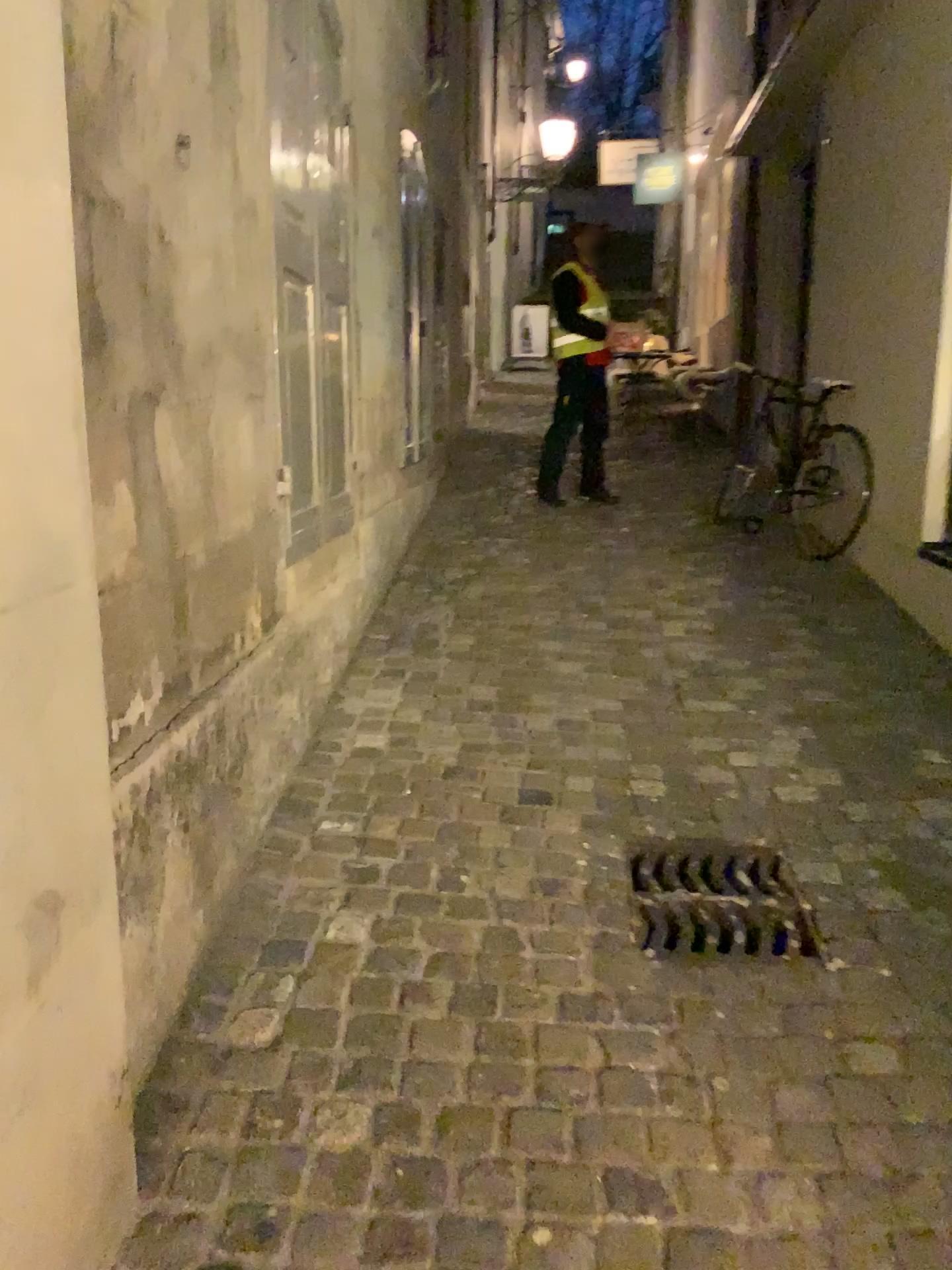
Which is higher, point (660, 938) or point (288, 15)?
point (288, 15)

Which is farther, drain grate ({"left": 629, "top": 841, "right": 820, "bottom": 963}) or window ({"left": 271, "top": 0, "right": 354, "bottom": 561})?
window ({"left": 271, "top": 0, "right": 354, "bottom": 561})

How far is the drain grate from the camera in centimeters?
221cm

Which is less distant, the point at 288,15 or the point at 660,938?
the point at 660,938

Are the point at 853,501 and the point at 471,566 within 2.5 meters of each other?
yes

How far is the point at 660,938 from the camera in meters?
2.2 m

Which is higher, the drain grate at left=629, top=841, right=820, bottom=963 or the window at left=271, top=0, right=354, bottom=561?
the window at left=271, top=0, right=354, bottom=561
